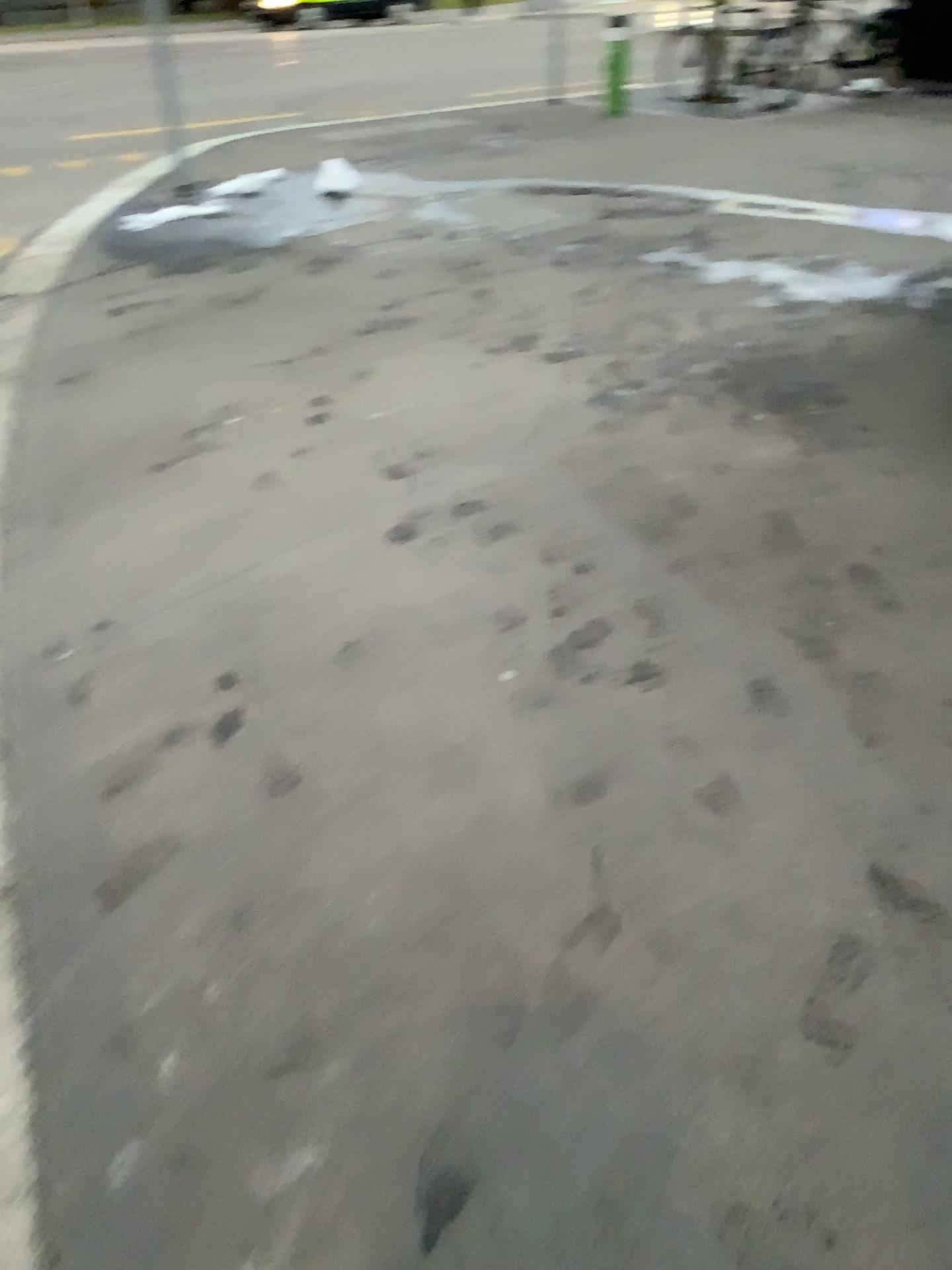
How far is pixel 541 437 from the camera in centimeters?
336cm
